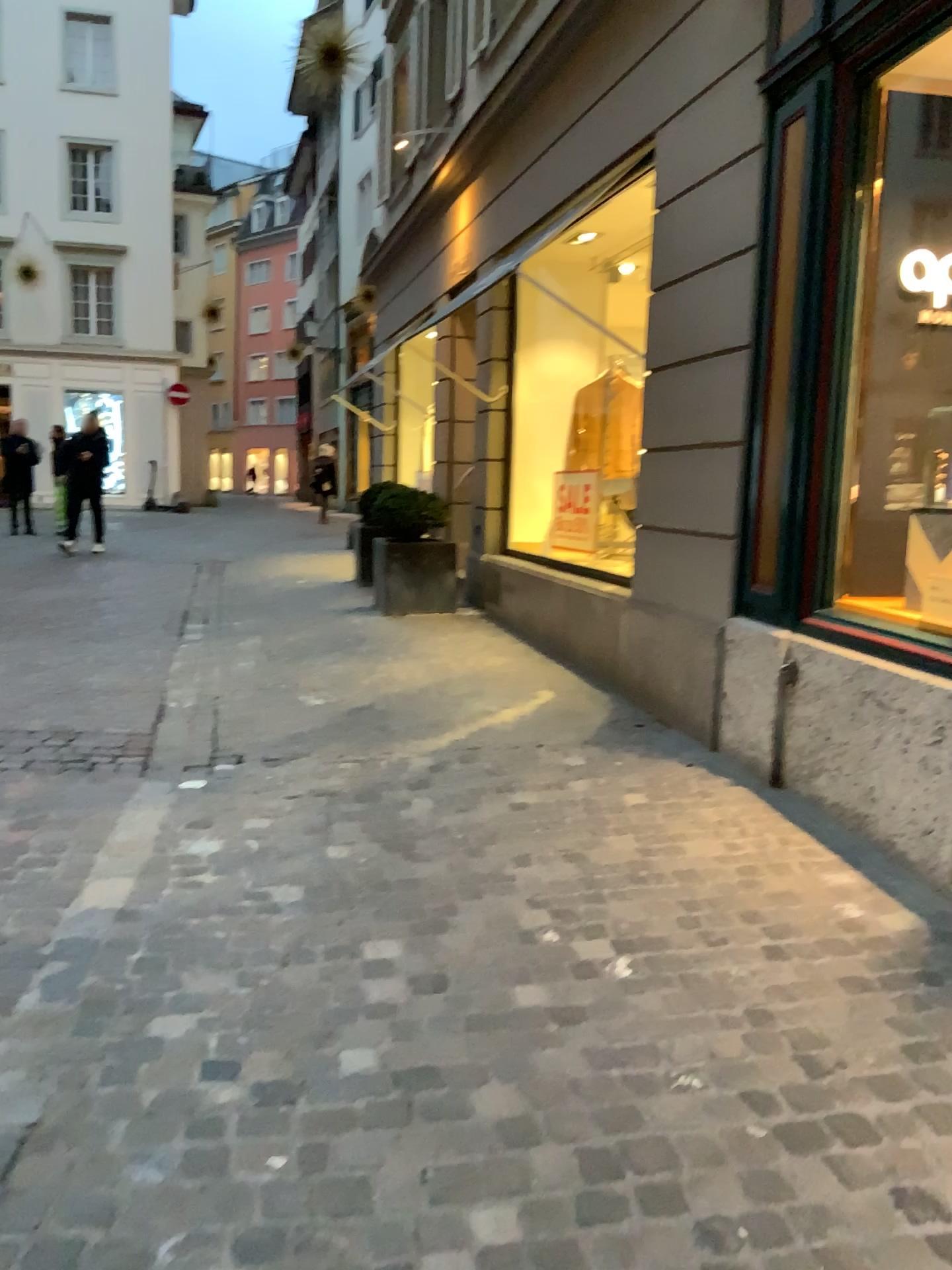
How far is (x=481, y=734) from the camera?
4.84m
